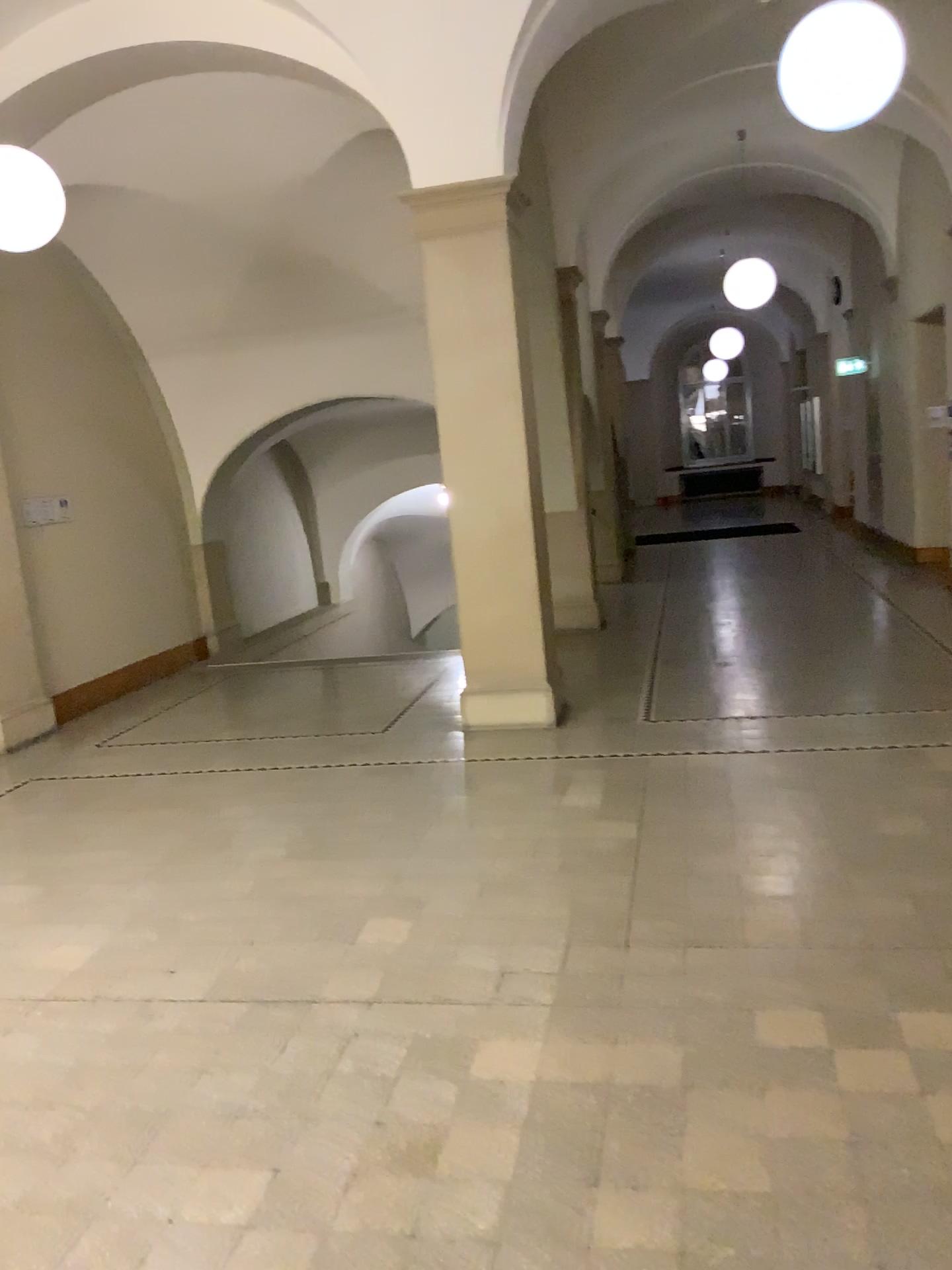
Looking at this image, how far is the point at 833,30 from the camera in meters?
4.2

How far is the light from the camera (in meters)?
4.21

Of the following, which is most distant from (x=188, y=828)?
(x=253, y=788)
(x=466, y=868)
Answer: (x=466, y=868)
